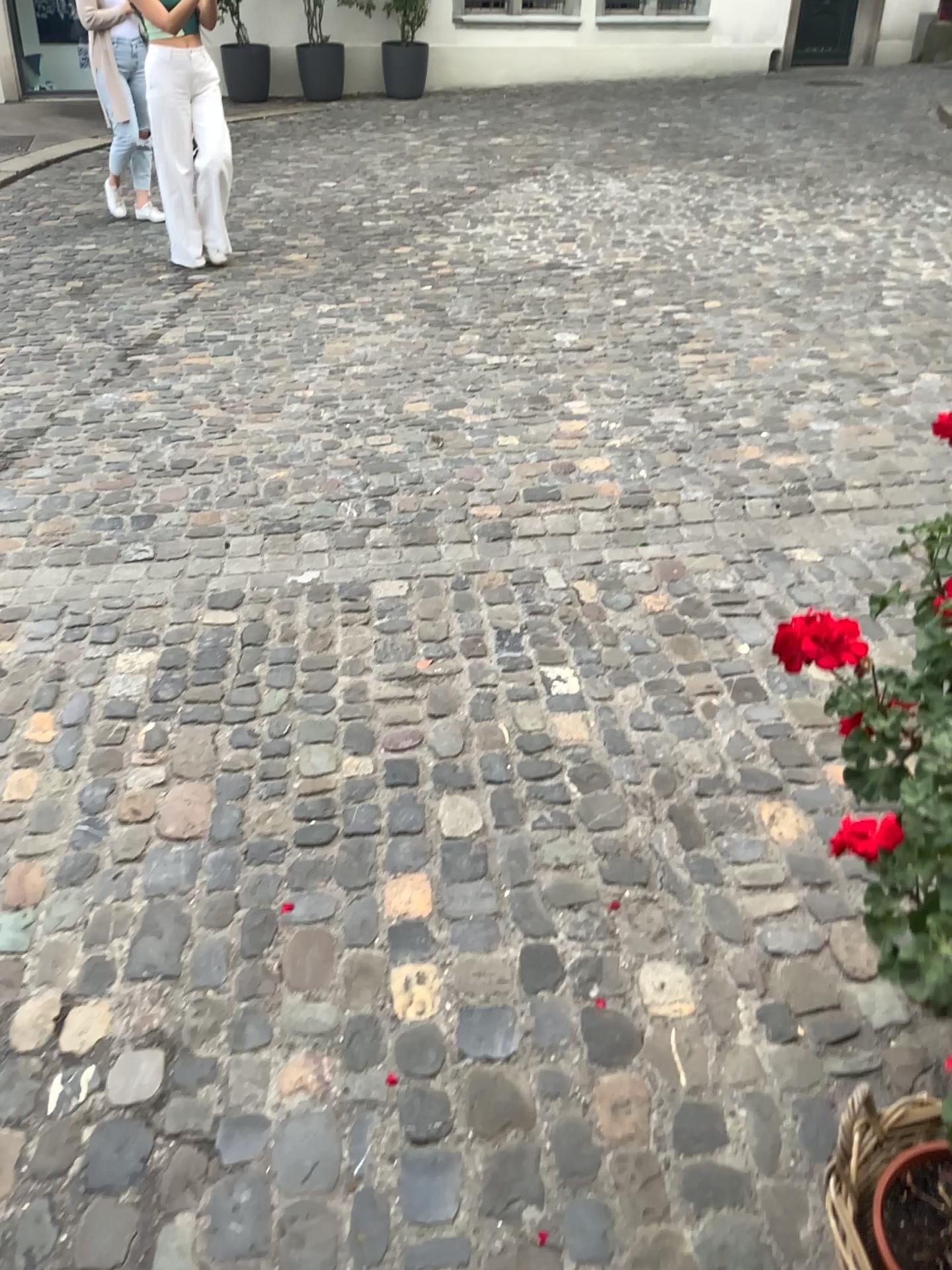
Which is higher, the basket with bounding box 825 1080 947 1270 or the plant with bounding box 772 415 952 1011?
the plant with bounding box 772 415 952 1011

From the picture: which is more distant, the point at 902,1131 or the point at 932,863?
the point at 902,1131

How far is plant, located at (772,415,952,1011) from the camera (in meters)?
0.85

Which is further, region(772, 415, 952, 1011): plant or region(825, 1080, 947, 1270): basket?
region(825, 1080, 947, 1270): basket

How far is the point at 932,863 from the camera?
0.85m

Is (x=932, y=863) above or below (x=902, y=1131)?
above

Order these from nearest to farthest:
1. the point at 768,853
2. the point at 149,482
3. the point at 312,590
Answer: the point at 768,853
the point at 312,590
the point at 149,482
